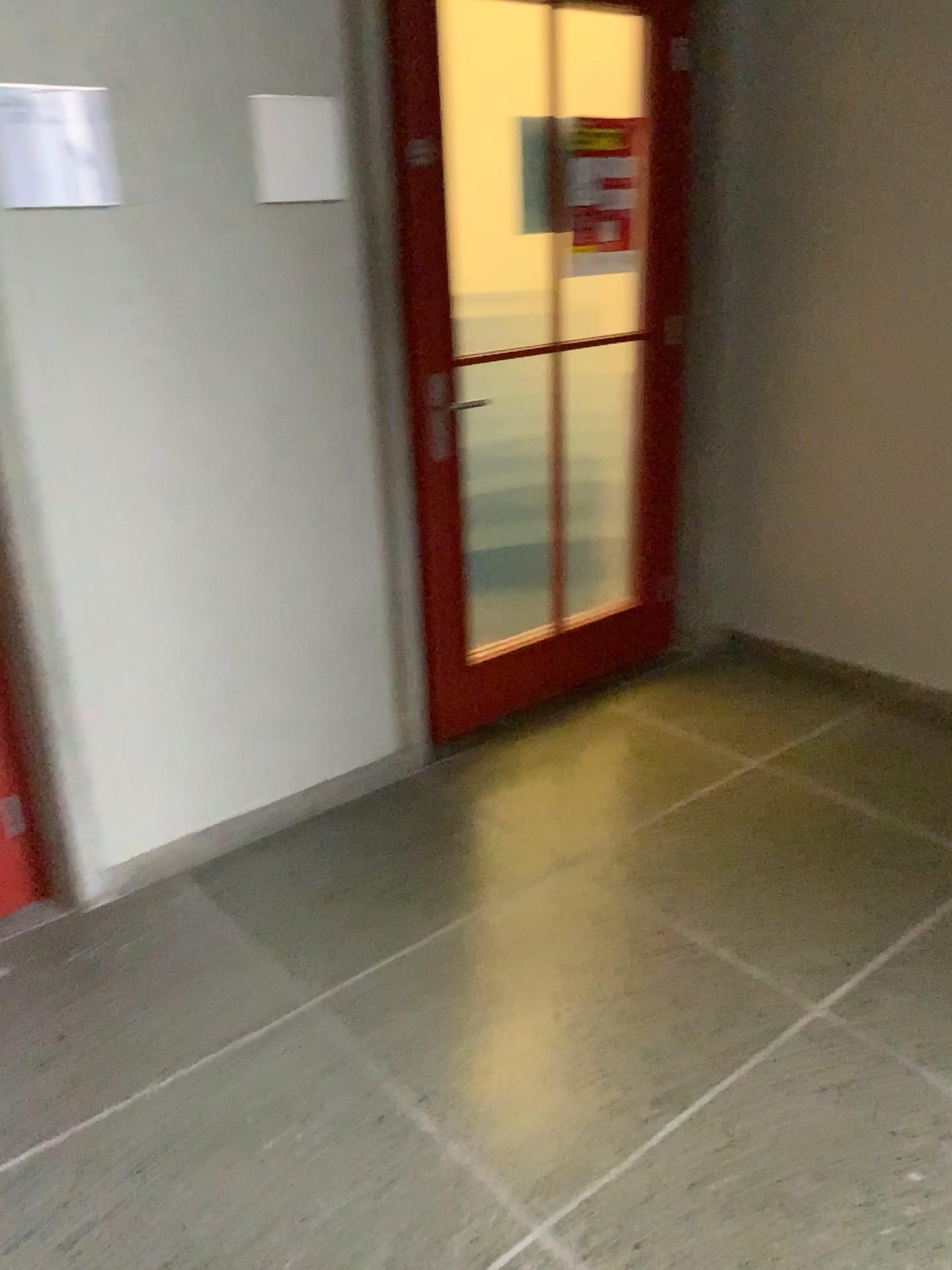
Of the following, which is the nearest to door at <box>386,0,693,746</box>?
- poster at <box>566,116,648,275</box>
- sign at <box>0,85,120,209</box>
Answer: poster at <box>566,116,648,275</box>

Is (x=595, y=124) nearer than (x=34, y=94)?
No

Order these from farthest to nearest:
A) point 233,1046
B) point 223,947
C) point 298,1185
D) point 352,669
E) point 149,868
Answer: point 352,669
point 149,868
point 223,947
point 233,1046
point 298,1185

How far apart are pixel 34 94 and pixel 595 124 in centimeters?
157cm

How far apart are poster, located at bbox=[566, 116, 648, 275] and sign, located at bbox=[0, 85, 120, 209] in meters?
1.3 m

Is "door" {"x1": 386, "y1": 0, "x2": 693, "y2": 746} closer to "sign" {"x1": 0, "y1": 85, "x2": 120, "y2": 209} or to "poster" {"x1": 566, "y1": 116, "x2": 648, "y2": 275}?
"poster" {"x1": 566, "y1": 116, "x2": 648, "y2": 275}

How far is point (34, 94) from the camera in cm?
197

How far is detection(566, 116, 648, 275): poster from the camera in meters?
2.9 m

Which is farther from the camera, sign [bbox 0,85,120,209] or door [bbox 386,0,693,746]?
door [bbox 386,0,693,746]
